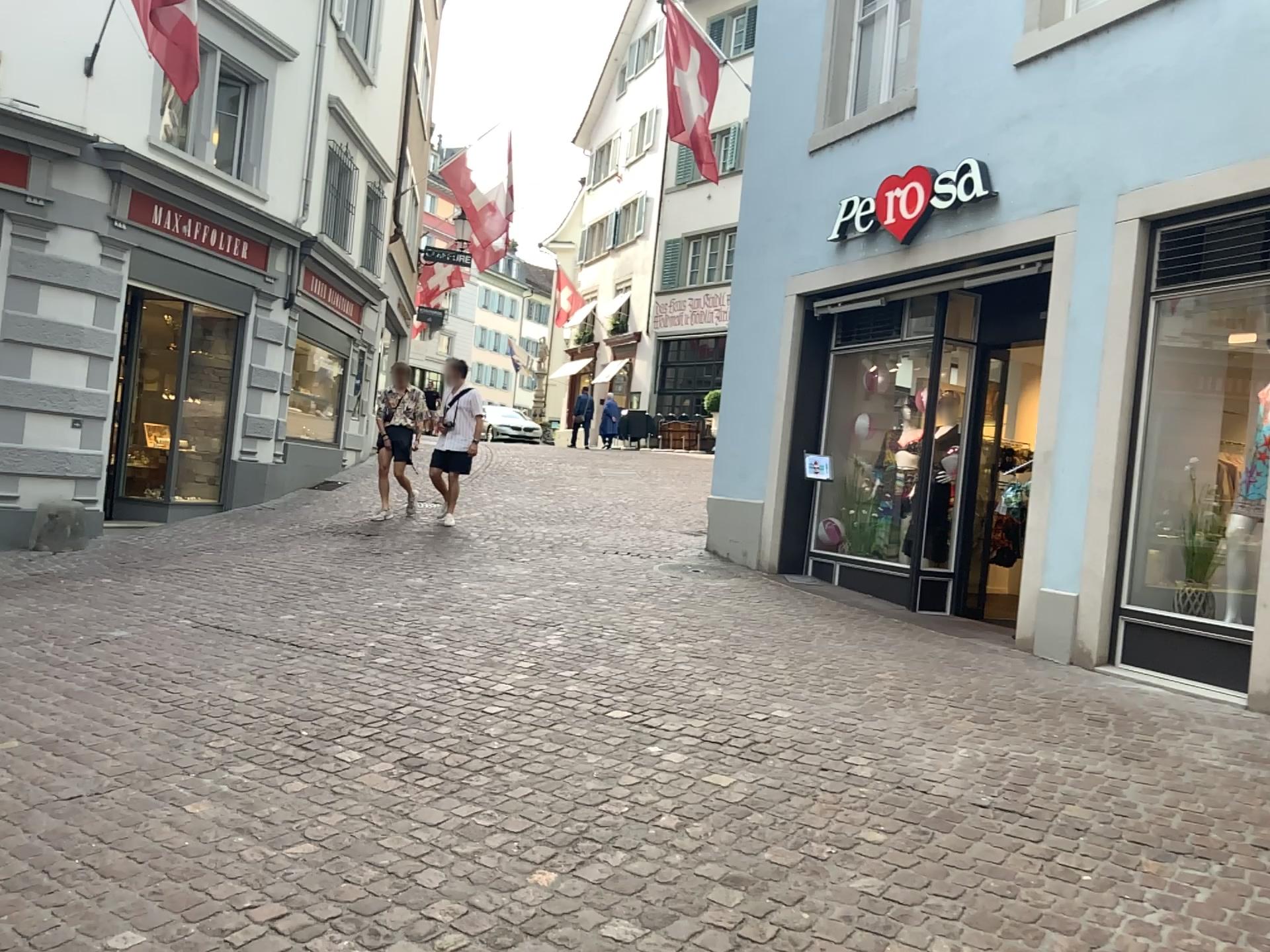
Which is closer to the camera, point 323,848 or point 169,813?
point 323,848
